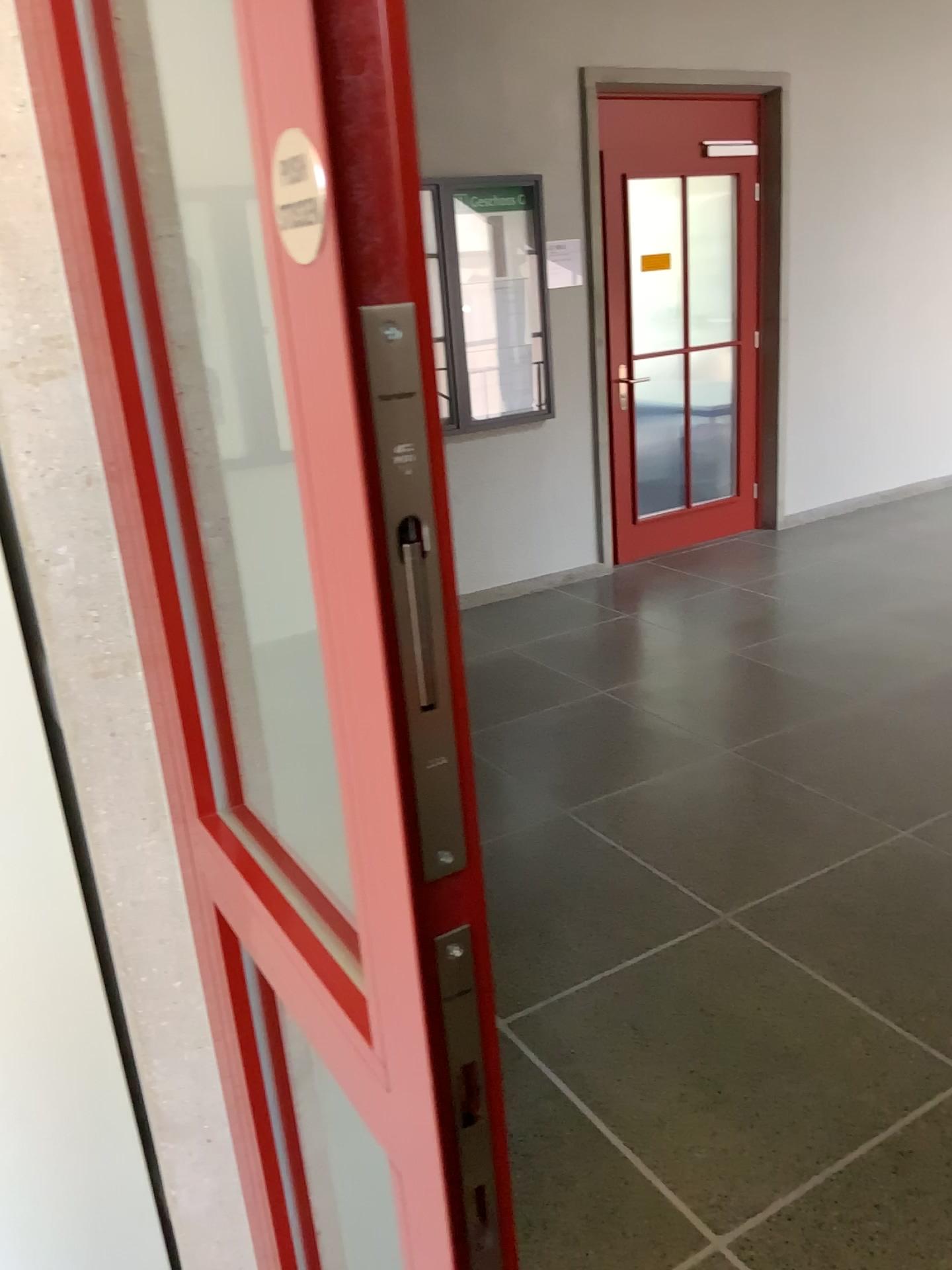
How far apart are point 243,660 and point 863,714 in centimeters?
308cm
